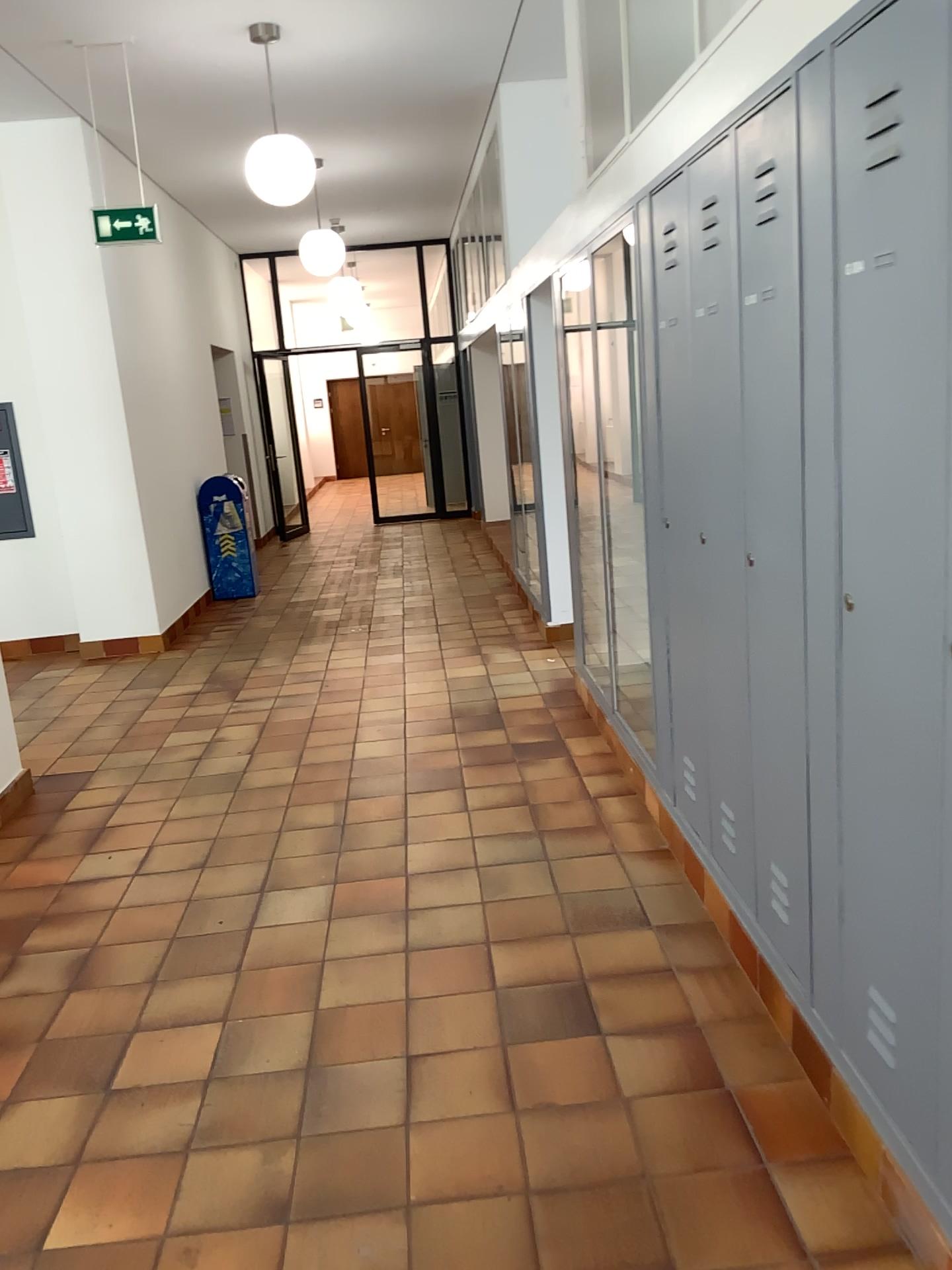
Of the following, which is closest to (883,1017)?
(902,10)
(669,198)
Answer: (902,10)

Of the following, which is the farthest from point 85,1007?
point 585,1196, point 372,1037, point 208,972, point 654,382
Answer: point 654,382

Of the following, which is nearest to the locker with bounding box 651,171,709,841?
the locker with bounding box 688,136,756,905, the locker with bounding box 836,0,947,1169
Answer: the locker with bounding box 688,136,756,905

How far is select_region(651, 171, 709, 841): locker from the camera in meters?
3.1 m

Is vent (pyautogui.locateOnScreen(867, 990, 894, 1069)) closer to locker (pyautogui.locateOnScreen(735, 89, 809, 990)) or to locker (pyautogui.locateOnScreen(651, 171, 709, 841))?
locker (pyautogui.locateOnScreen(735, 89, 809, 990))

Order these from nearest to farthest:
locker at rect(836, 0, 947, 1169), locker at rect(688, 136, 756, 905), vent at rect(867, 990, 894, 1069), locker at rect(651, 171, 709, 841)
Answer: locker at rect(836, 0, 947, 1169)
vent at rect(867, 990, 894, 1069)
locker at rect(688, 136, 756, 905)
locker at rect(651, 171, 709, 841)

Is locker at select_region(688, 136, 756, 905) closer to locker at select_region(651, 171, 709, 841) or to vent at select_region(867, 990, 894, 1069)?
locker at select_region(651, 171, 709, 841)

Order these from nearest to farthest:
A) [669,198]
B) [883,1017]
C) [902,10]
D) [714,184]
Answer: [902,10], [883,1017], [714,184], [669,198]

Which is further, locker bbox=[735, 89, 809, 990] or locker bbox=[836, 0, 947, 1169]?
locker bbox=[735, 89, 809, 990]

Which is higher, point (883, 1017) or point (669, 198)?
point (669, 198)
